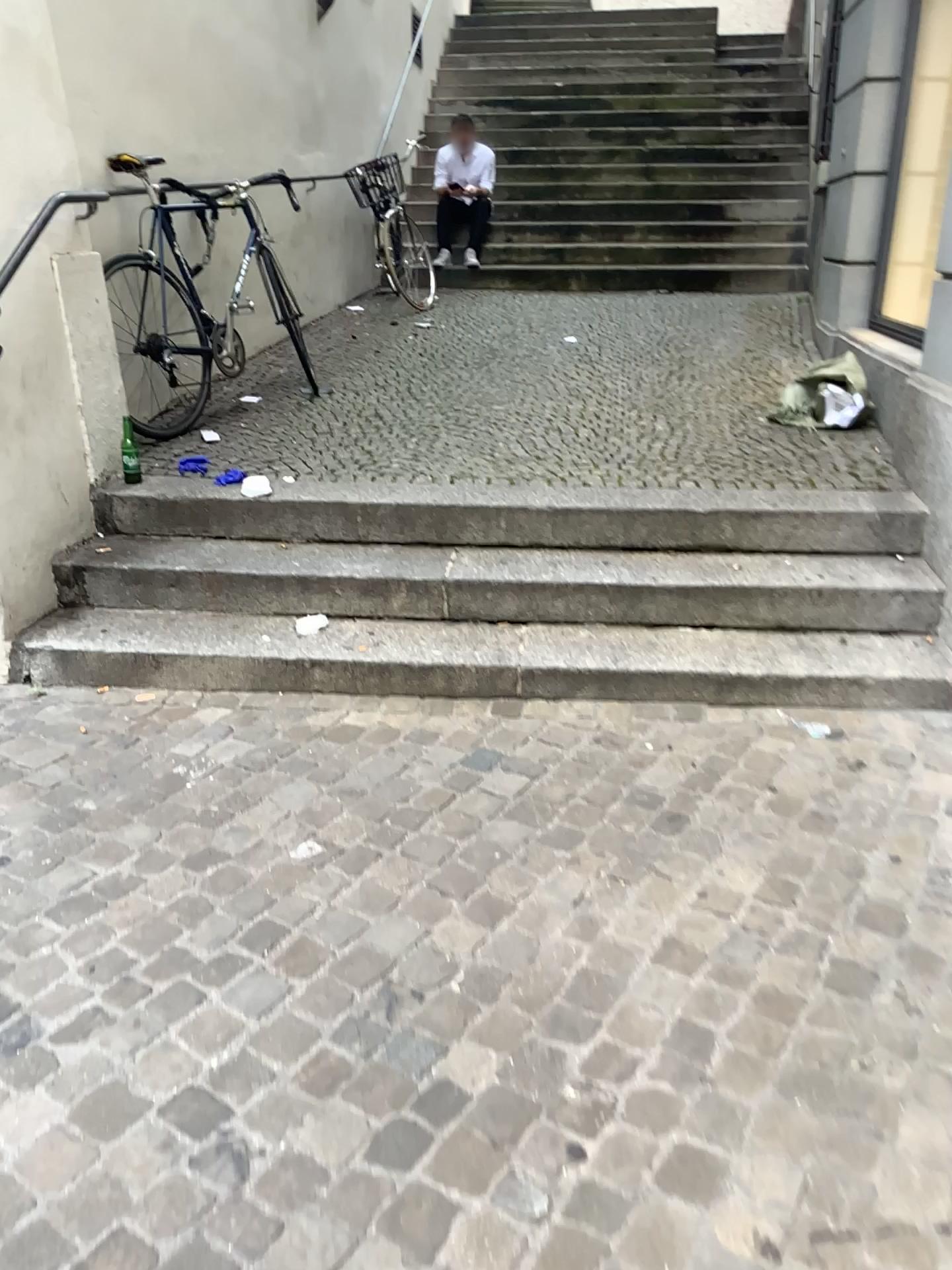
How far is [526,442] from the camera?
4.18m
